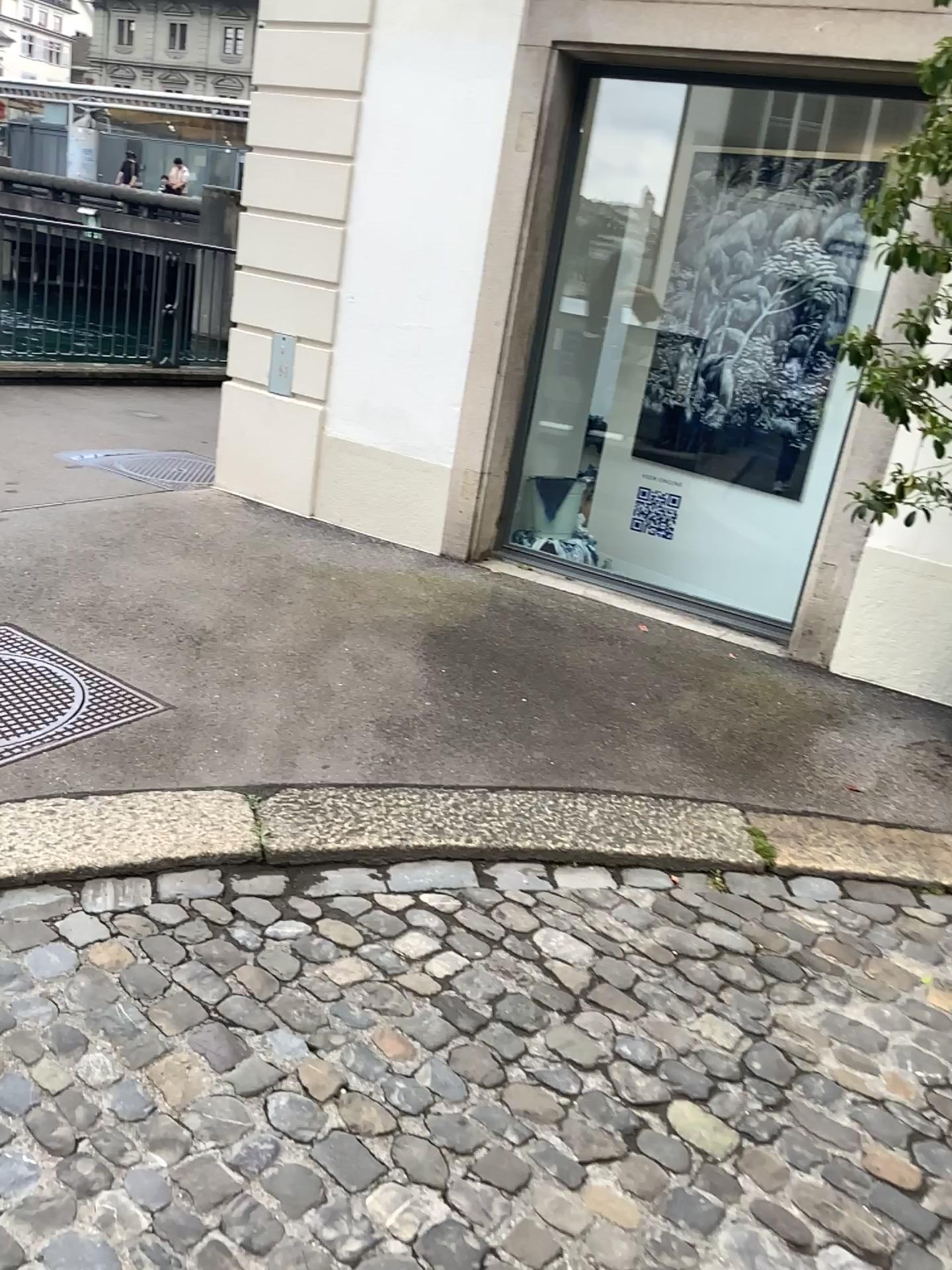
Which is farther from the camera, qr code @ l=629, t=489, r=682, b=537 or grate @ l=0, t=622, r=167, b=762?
qr code @ l=629, t=489, r=682, b=537

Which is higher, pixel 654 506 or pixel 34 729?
pixel 654 506

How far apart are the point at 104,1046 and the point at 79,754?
1.09m

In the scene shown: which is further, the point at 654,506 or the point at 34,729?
the point at 654,506

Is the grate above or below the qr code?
below
